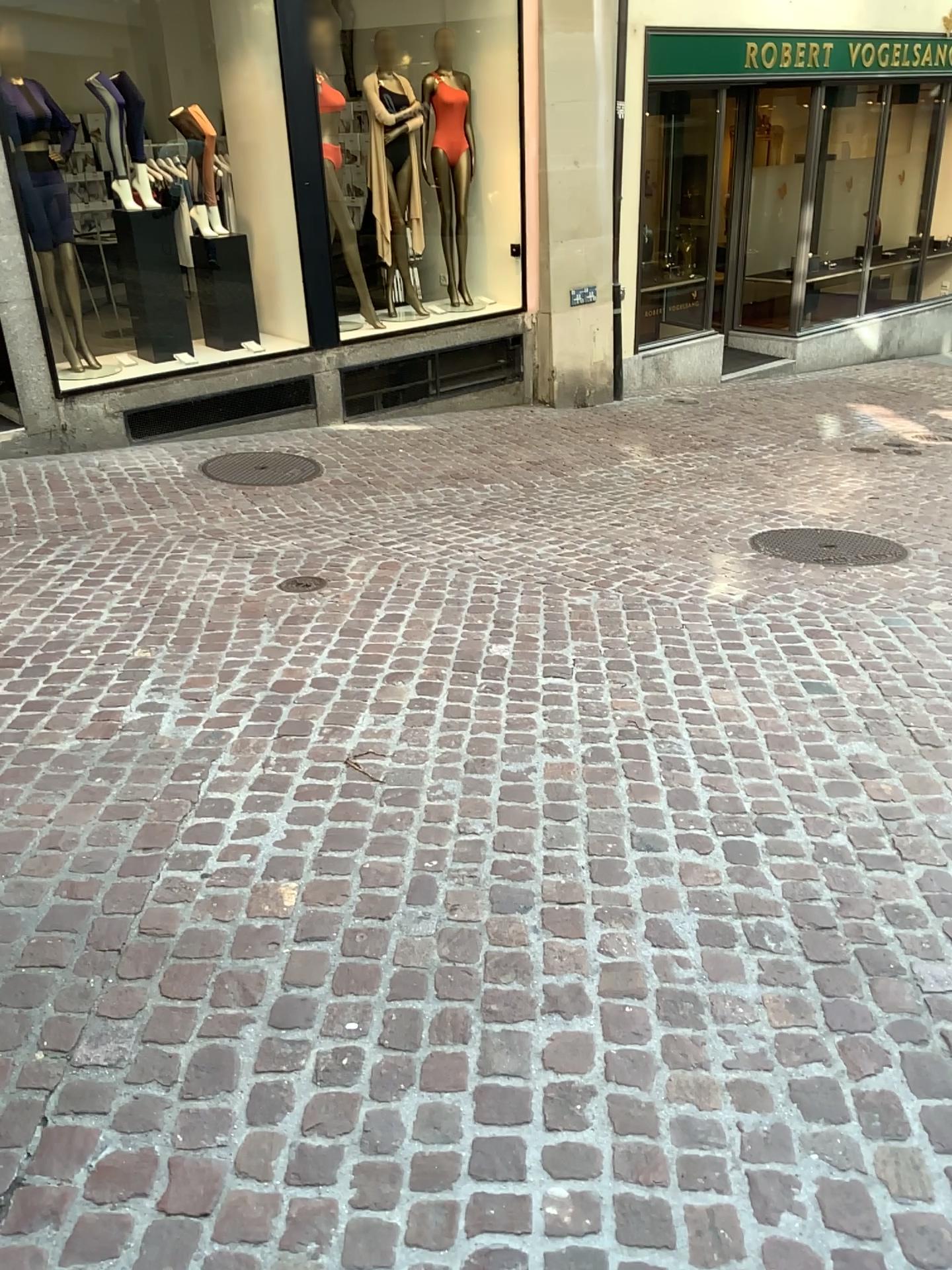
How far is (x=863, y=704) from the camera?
3.2 meters
